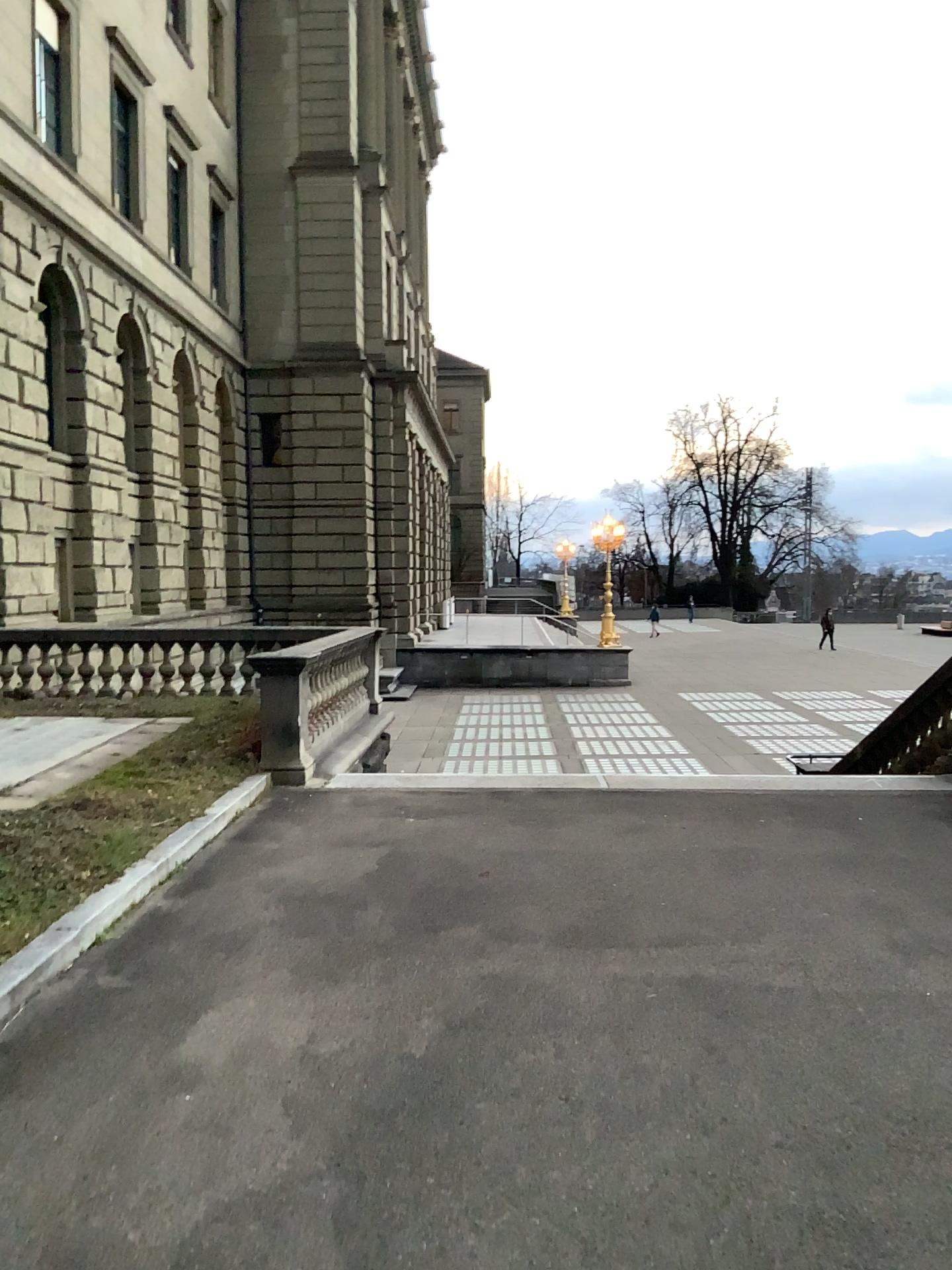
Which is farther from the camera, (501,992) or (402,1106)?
(501,992)
